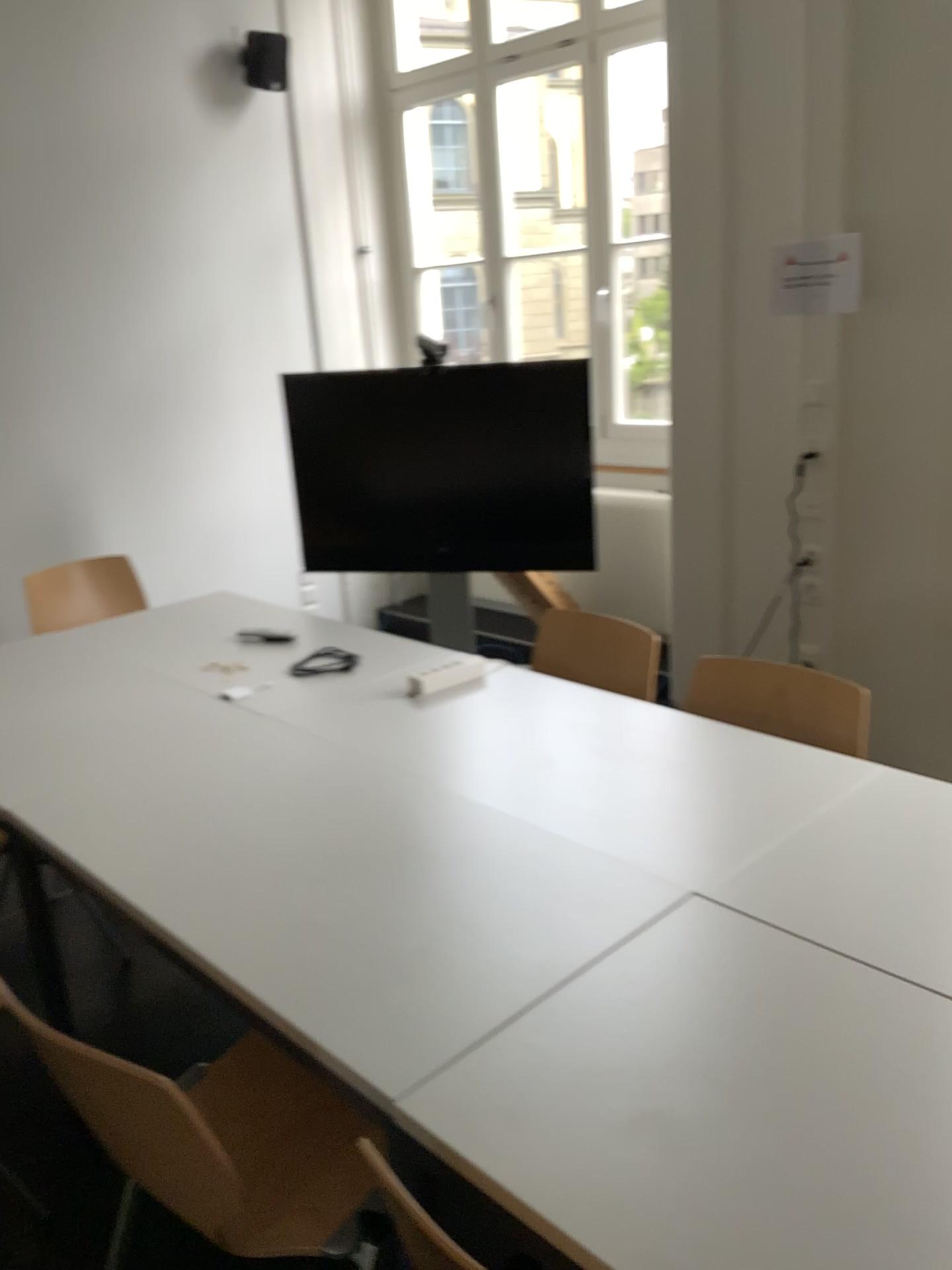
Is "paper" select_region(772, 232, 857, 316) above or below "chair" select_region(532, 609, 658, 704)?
above

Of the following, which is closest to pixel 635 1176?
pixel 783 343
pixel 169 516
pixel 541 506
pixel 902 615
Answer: pixel 902 615

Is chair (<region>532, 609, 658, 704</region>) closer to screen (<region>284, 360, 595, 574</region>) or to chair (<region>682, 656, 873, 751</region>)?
chair (<region>682, 656, 873, 751</region>)

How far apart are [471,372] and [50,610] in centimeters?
183cm

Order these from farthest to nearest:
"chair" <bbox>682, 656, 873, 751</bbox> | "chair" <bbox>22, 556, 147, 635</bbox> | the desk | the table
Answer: "chair" <bbox>22, 556, 147, 635</bbox>, "chair" <bbox>682, 656, 873, 751</bbox>, the table, the desk

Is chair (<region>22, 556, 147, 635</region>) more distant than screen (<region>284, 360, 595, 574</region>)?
No

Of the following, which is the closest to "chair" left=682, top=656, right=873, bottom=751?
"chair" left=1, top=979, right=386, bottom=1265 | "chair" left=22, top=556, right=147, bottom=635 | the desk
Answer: the desk

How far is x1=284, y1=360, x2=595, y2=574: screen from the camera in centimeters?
423cm

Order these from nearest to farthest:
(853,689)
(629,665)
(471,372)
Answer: (853,689) → (629,665) → (471,372)

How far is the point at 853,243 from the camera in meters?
3.2
